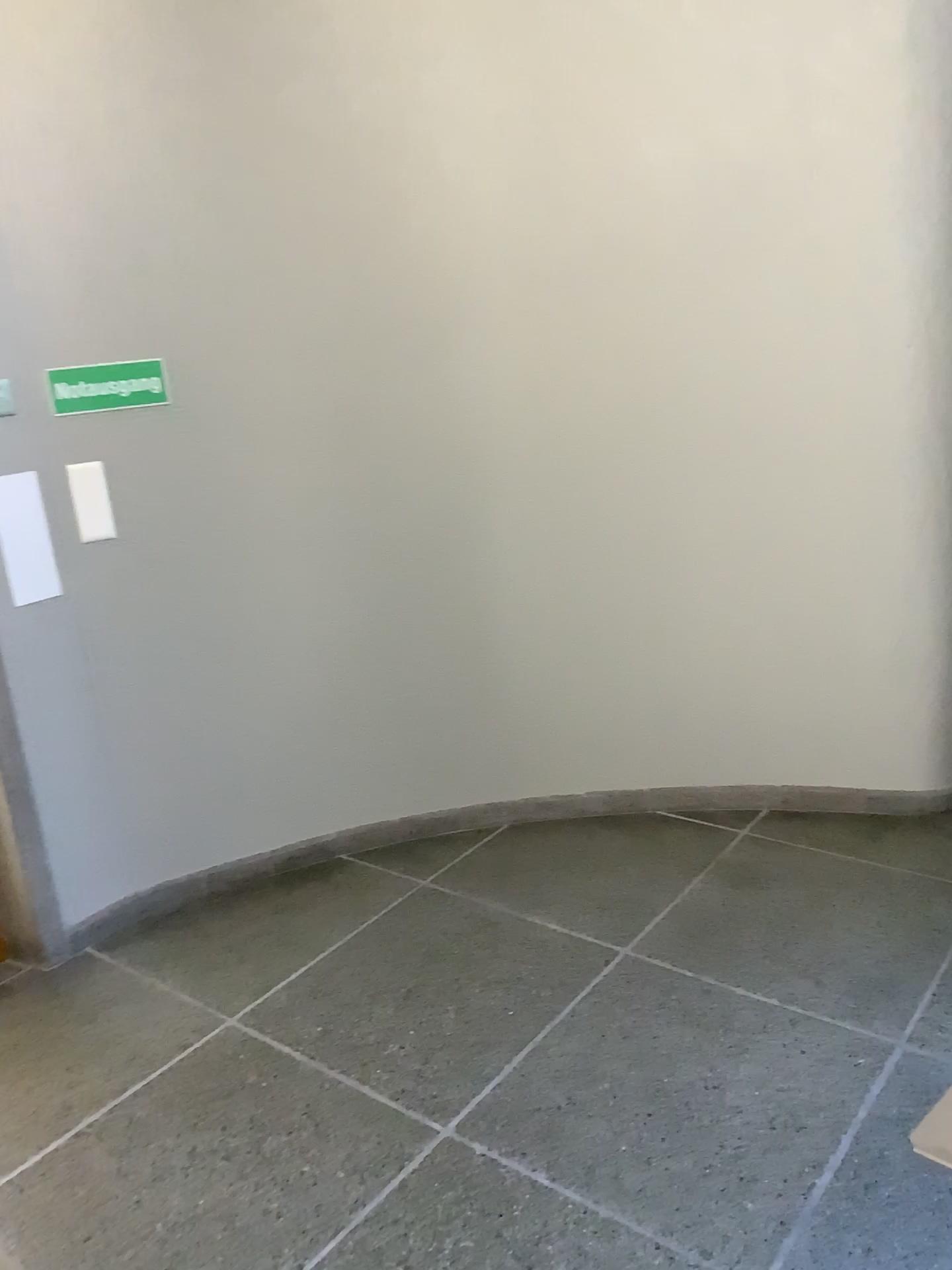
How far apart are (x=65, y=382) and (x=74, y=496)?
0.29m

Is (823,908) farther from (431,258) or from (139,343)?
(139,343)

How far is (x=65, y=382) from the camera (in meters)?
2.71

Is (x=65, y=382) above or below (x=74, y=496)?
above

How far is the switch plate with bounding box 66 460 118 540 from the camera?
2.78m

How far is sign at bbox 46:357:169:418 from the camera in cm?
271
